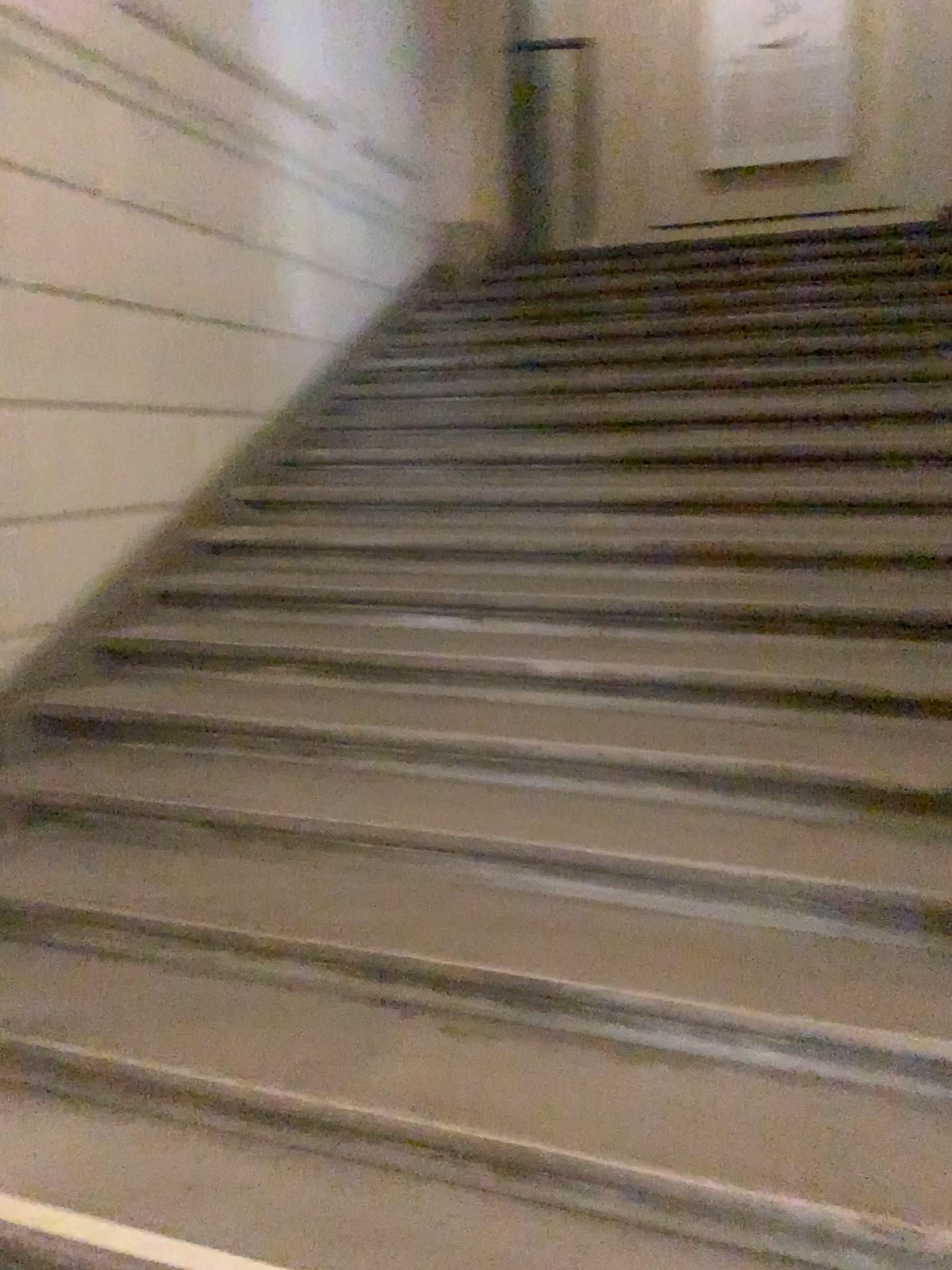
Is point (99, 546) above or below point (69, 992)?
above
